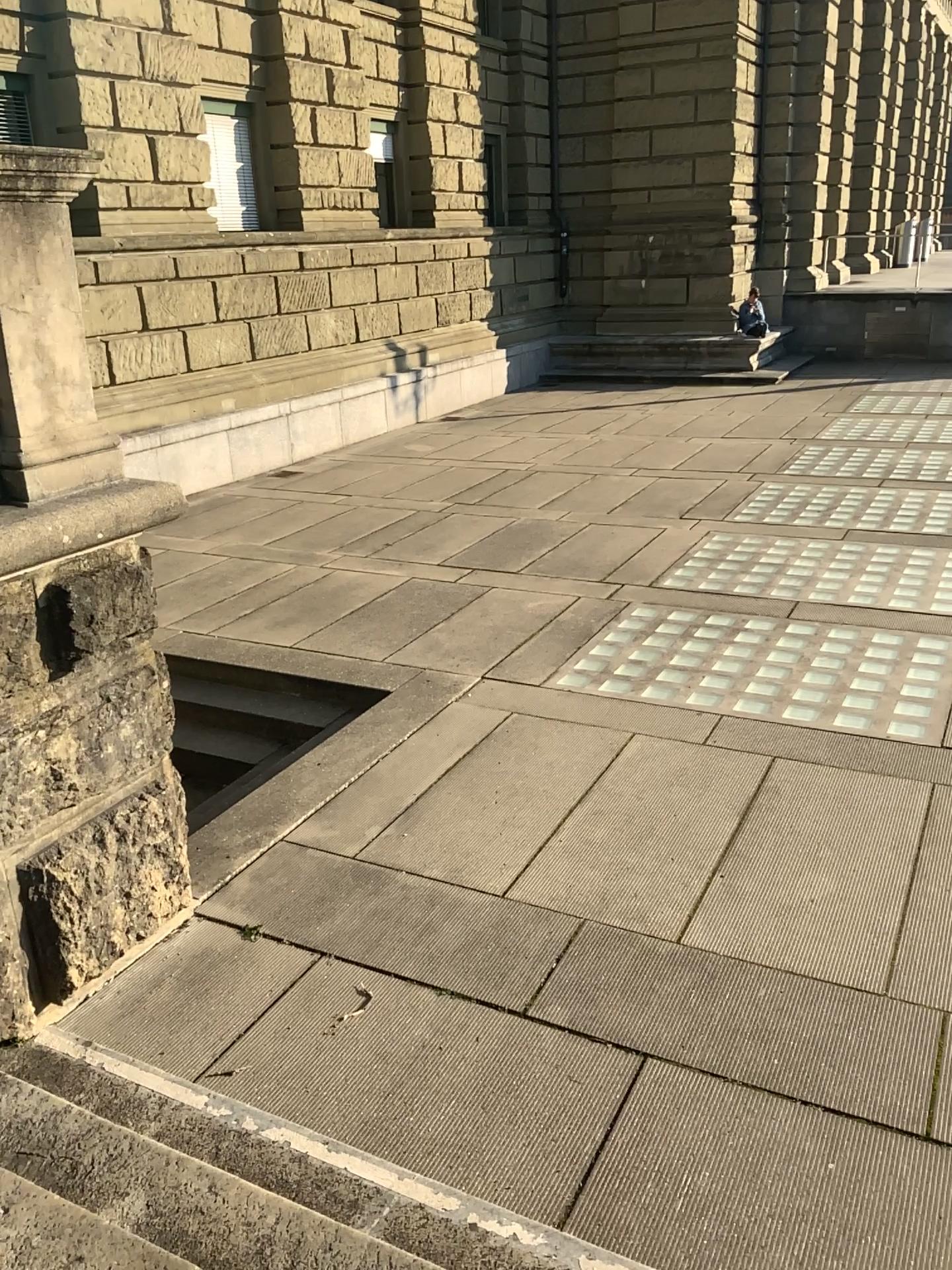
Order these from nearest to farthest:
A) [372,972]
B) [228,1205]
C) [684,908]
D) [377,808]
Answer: [228,1205], [372,972], [684,908], [377,808]

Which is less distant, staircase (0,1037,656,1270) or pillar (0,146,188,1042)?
staircase (0,1037,656,1270)

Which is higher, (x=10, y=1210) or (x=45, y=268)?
(x=45, y=268)

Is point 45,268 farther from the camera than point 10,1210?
Yes
